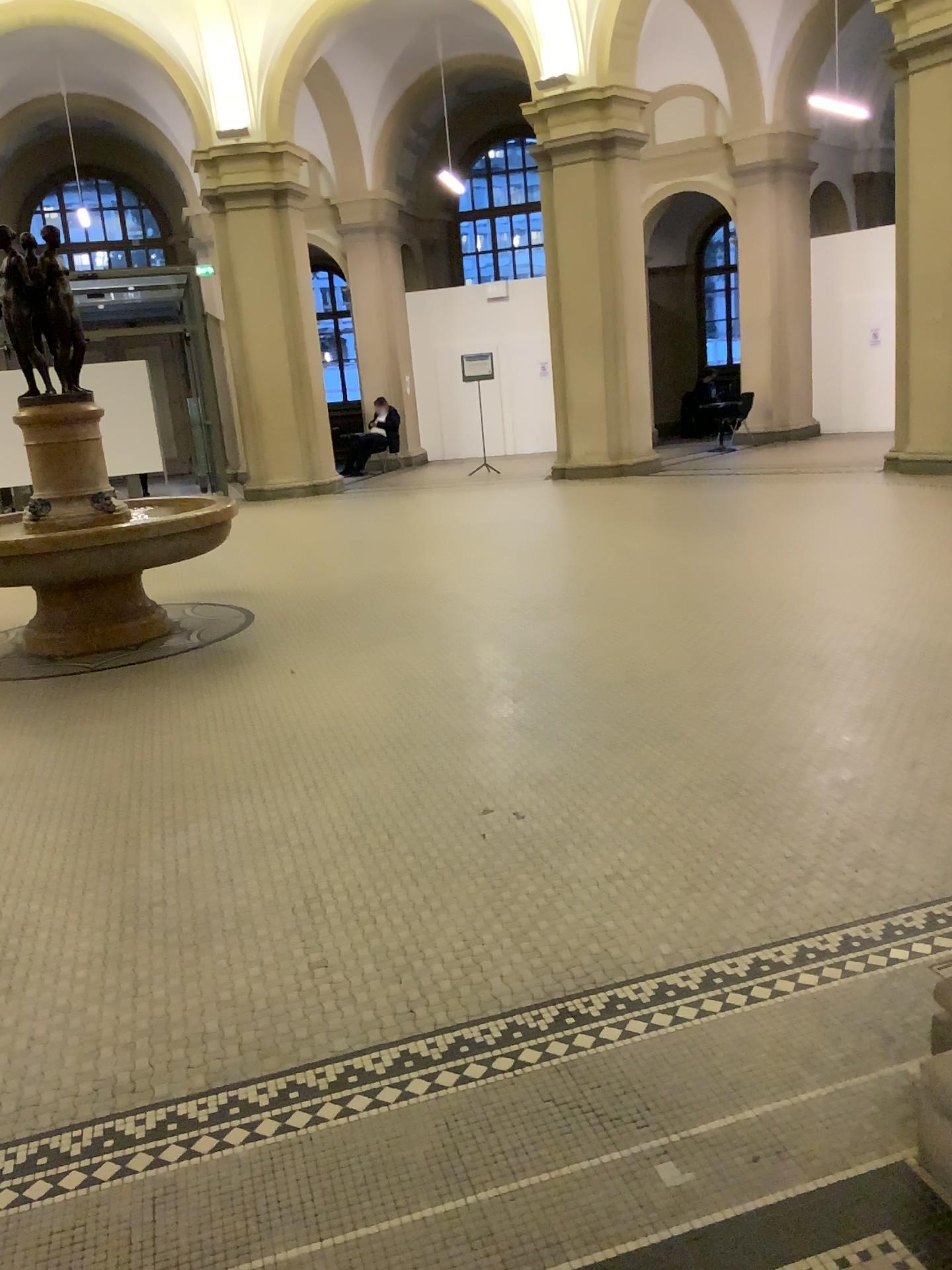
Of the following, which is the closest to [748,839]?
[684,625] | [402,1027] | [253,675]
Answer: [402,1027]
